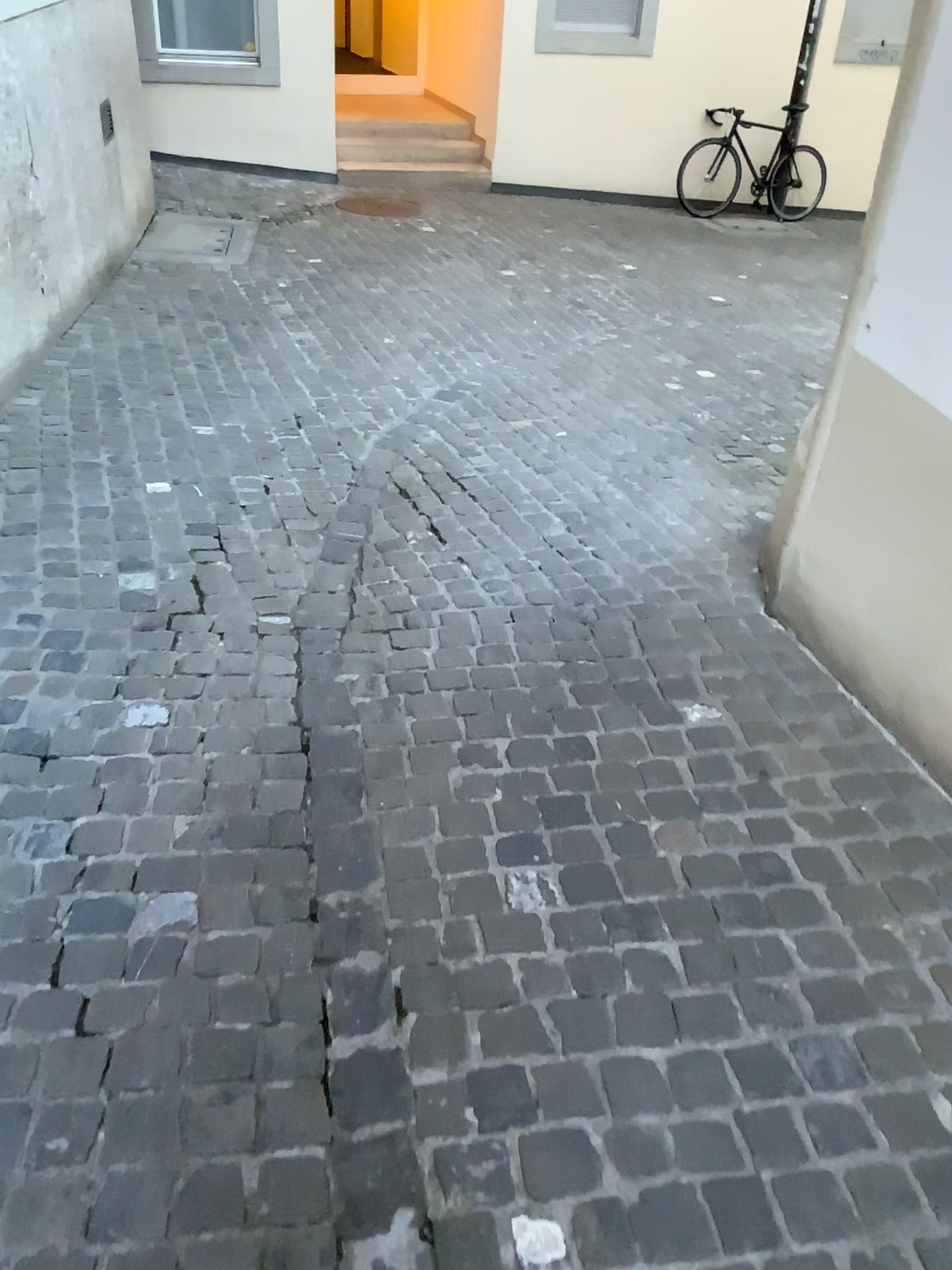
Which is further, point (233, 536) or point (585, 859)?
point (233, 536)
